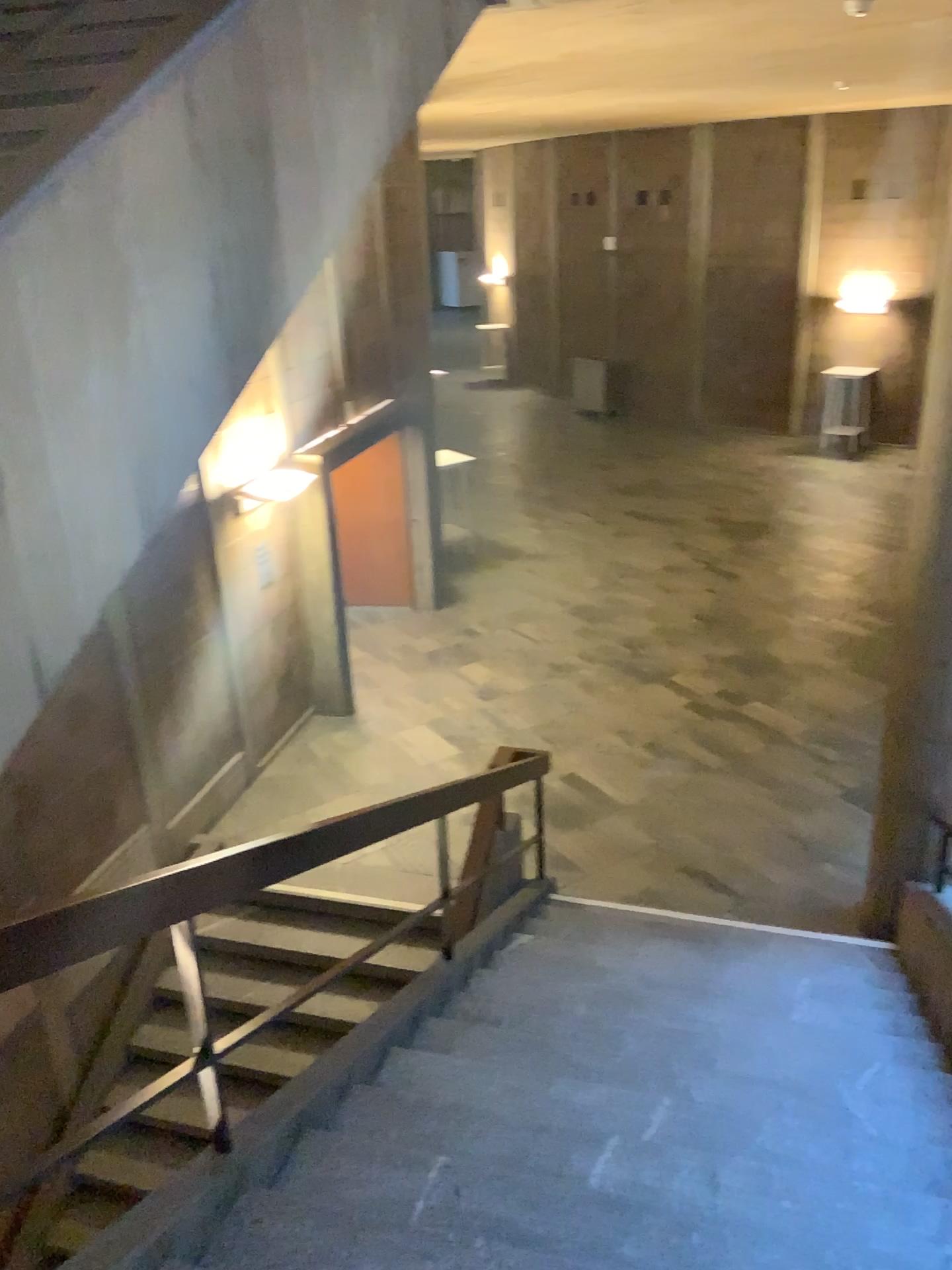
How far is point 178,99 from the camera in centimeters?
244cm
